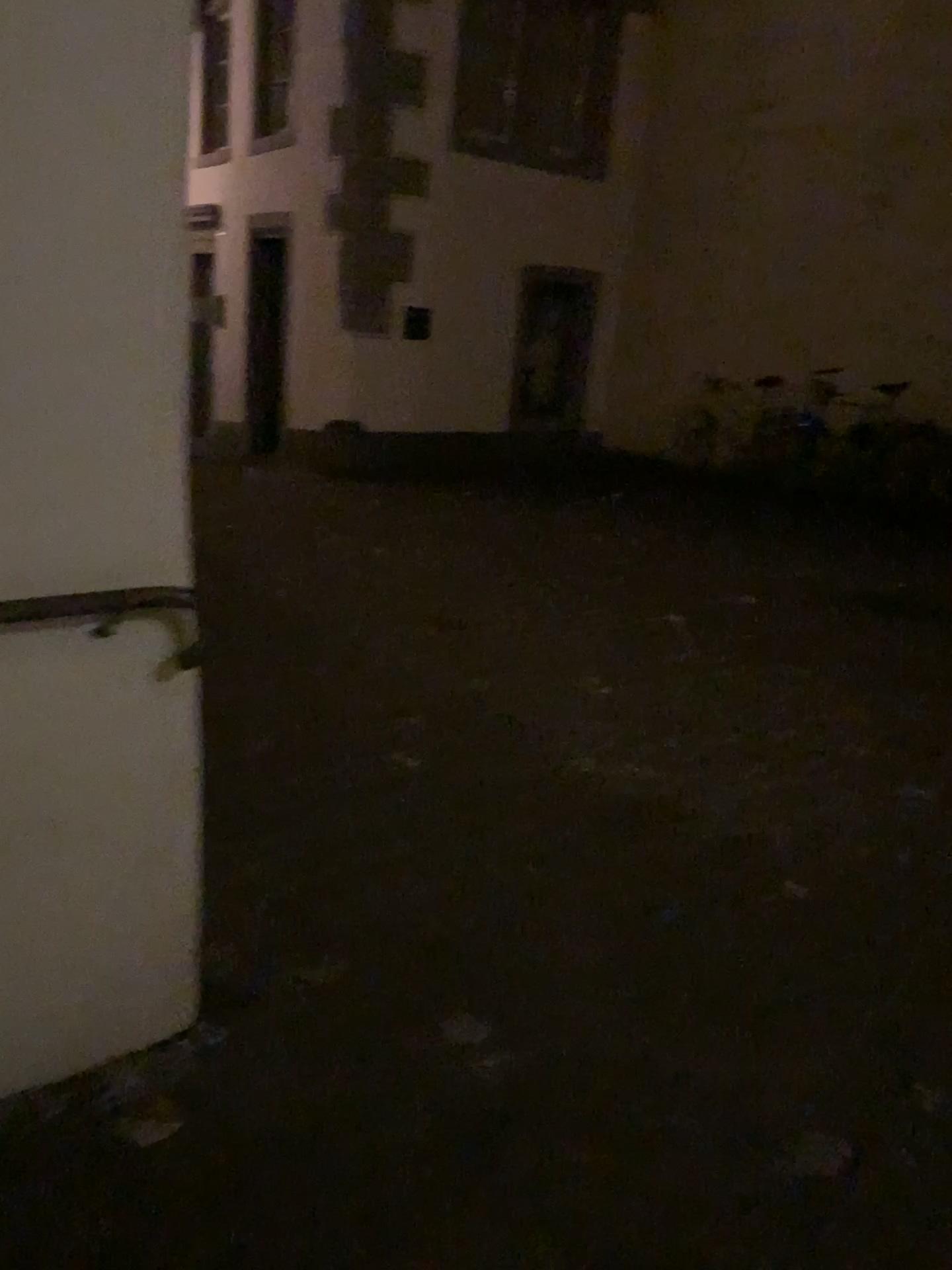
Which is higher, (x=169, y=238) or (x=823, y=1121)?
(x=169, y=238)

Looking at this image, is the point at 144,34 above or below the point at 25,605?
above
